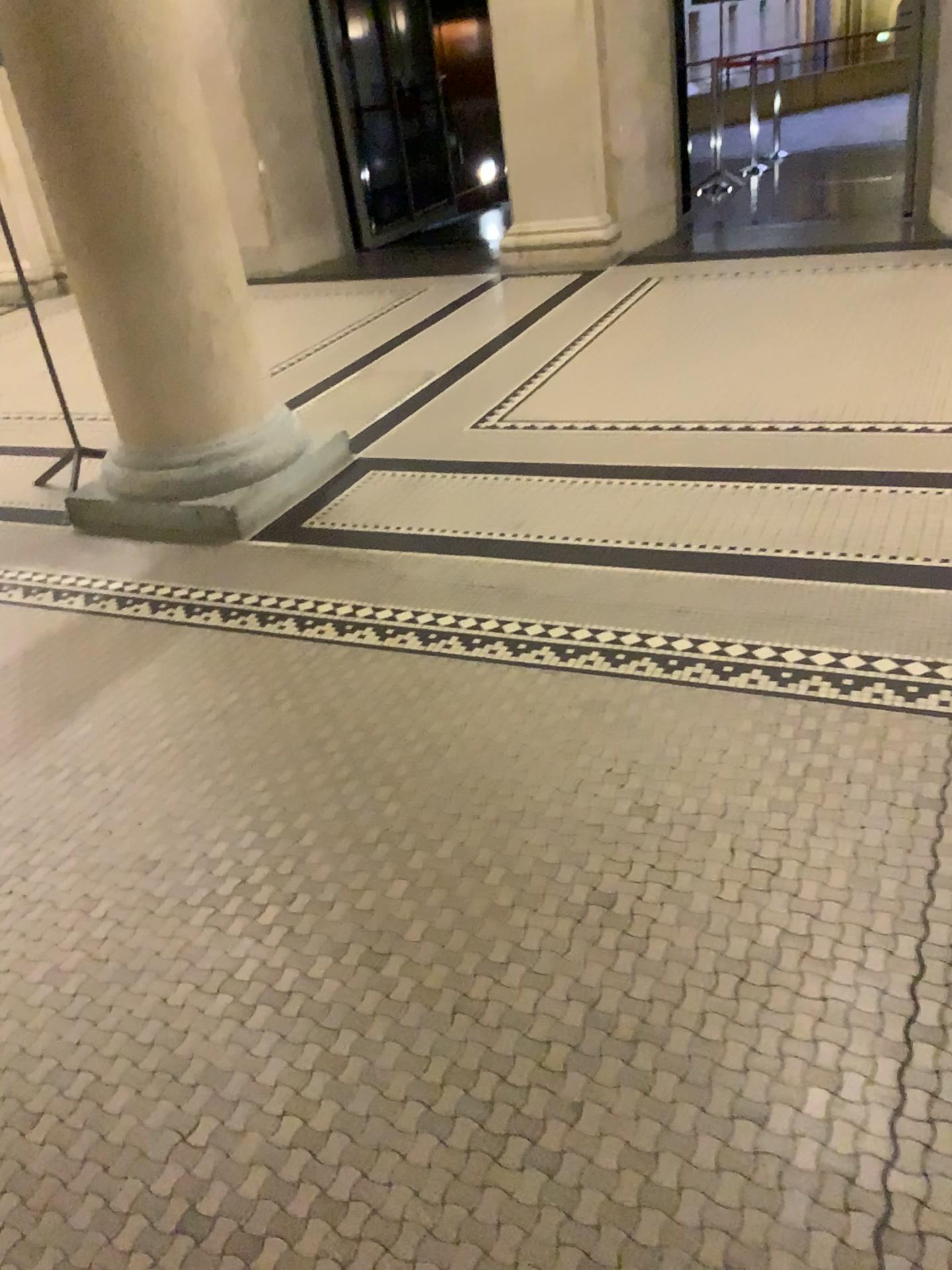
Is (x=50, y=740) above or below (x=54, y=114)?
below

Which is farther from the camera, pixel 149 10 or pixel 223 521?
pixel 223 521

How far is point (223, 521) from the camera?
3.46m

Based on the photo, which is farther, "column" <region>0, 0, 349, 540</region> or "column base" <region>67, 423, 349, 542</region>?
"column base" <region>67, 423, 349, 542</region>

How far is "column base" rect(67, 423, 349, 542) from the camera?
3.5m

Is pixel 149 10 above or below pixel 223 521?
above
